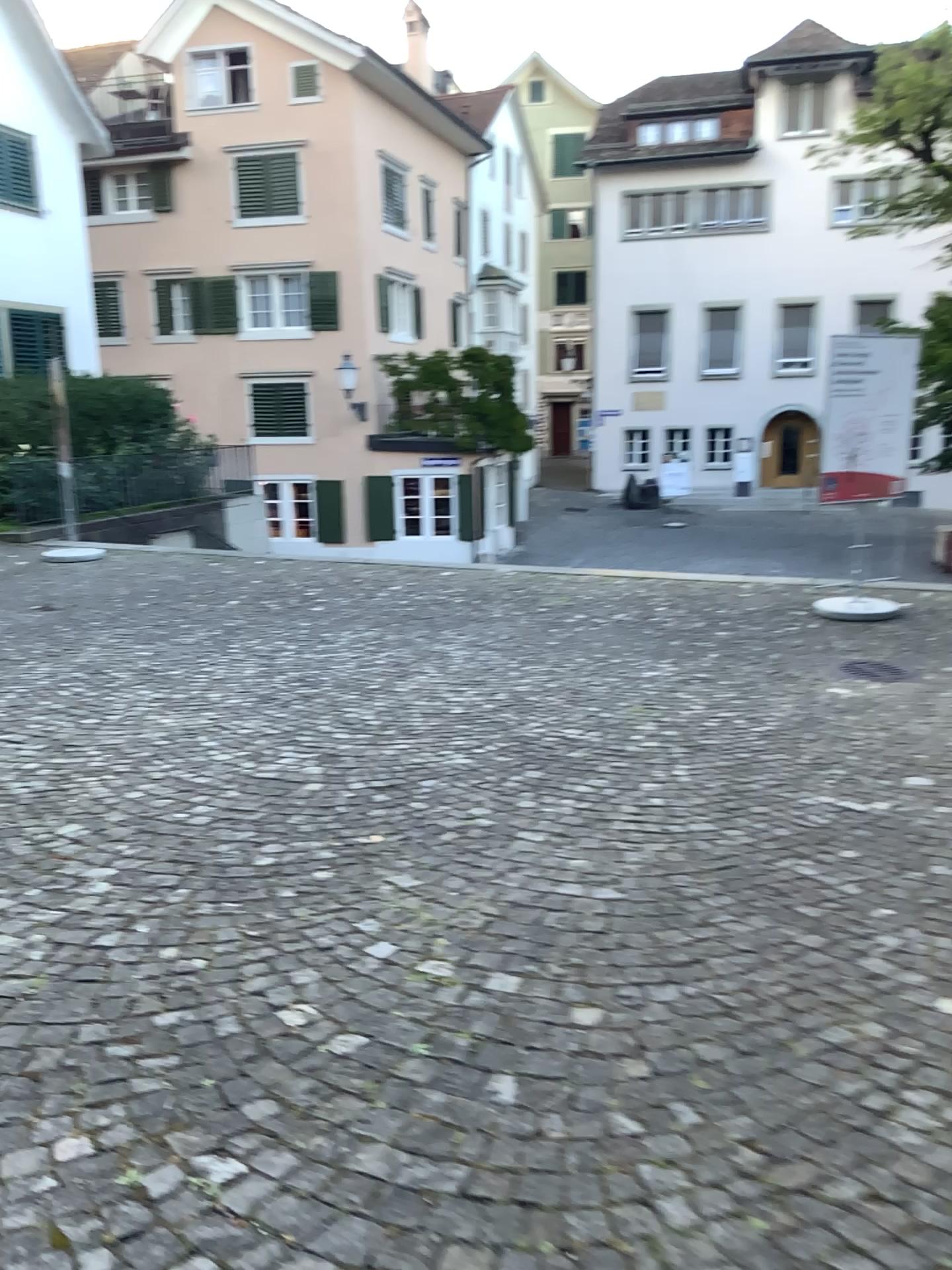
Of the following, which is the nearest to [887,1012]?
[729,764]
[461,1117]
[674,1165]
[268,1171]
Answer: [674,1165]
